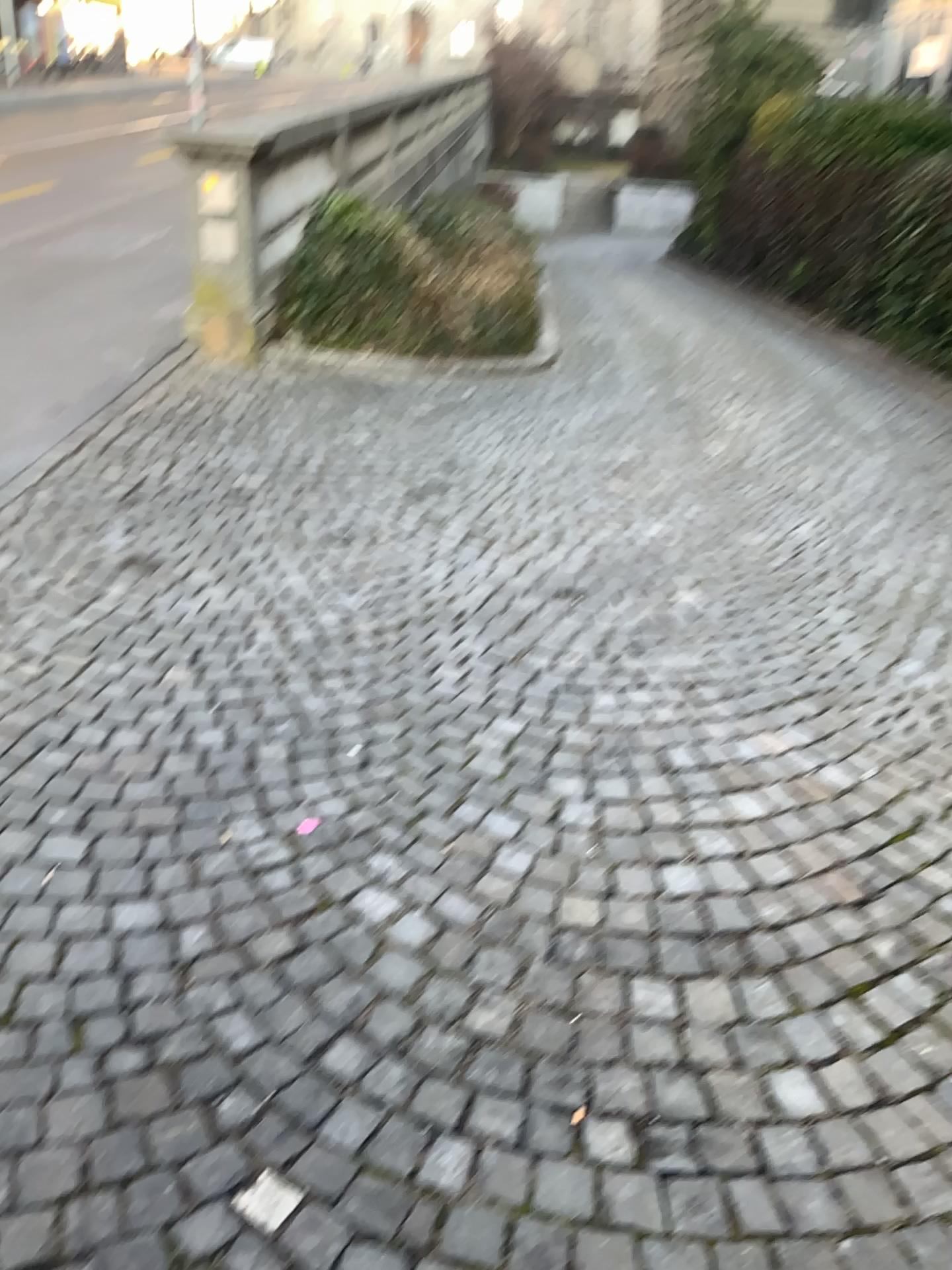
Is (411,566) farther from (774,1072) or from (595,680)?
(774,1072)
